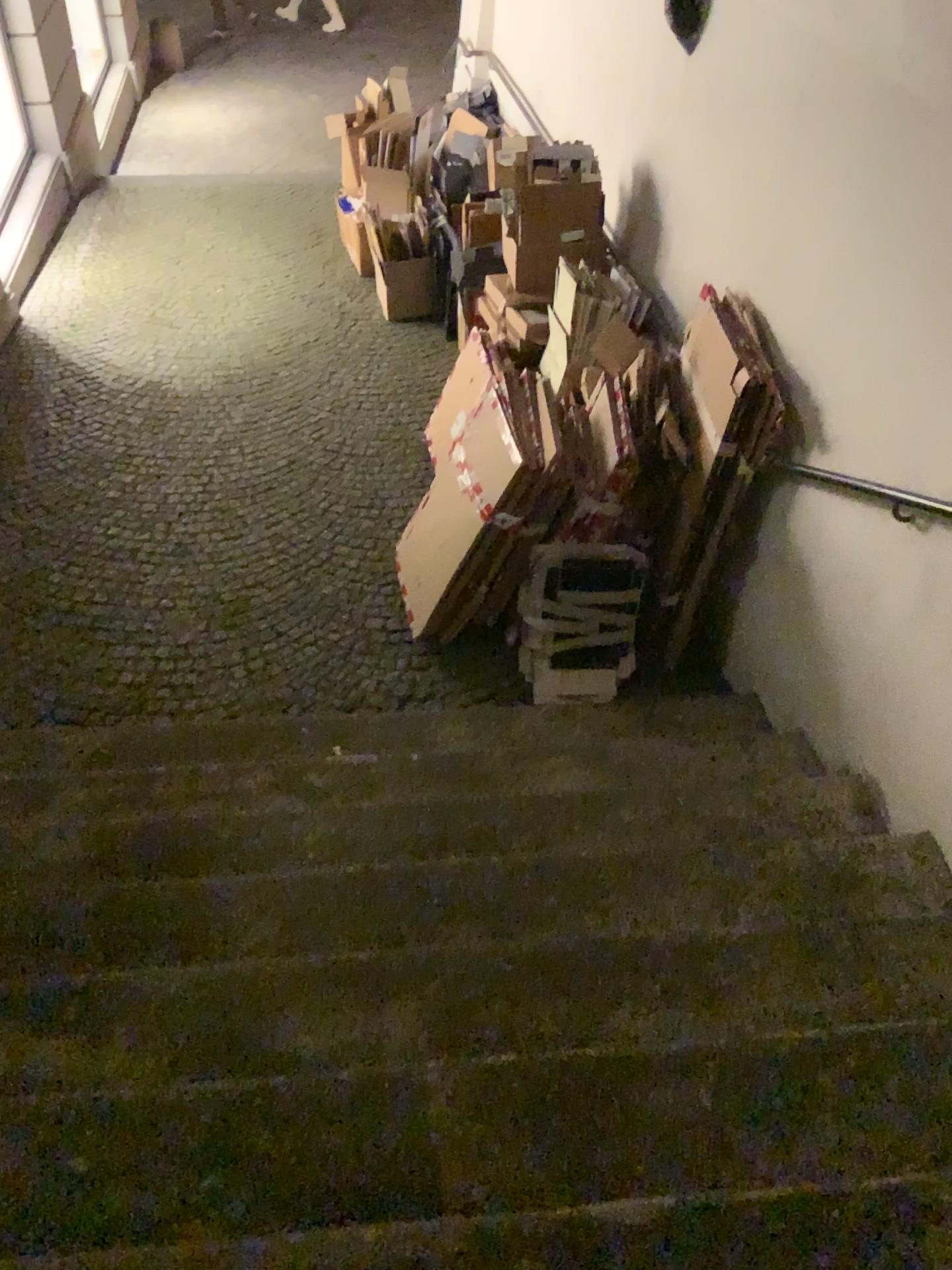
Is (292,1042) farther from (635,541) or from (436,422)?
(436,422)

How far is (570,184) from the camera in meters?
4.4

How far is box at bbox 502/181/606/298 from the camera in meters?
4.4
